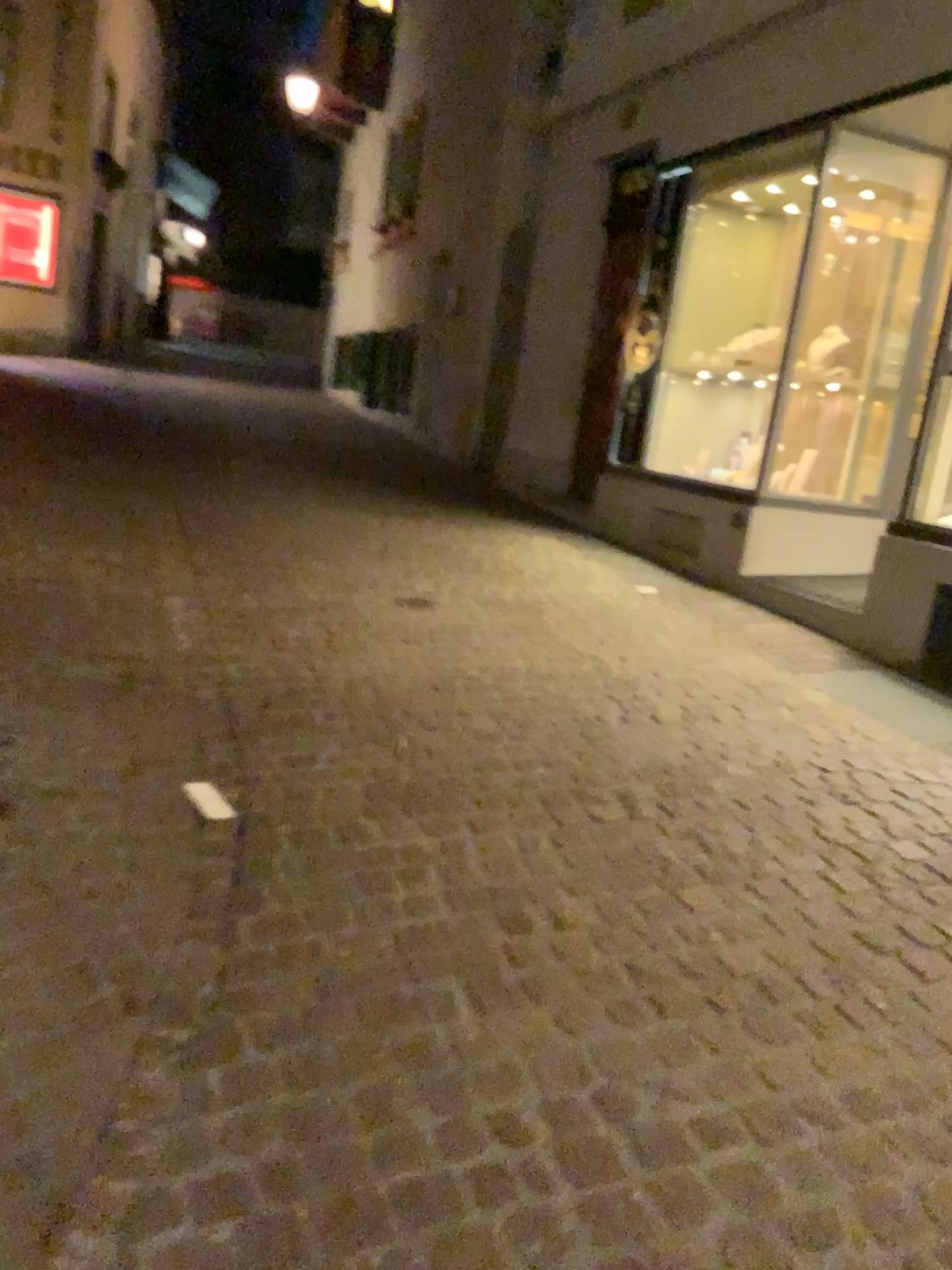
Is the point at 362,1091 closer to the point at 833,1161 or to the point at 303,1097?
the point at 303,1097
